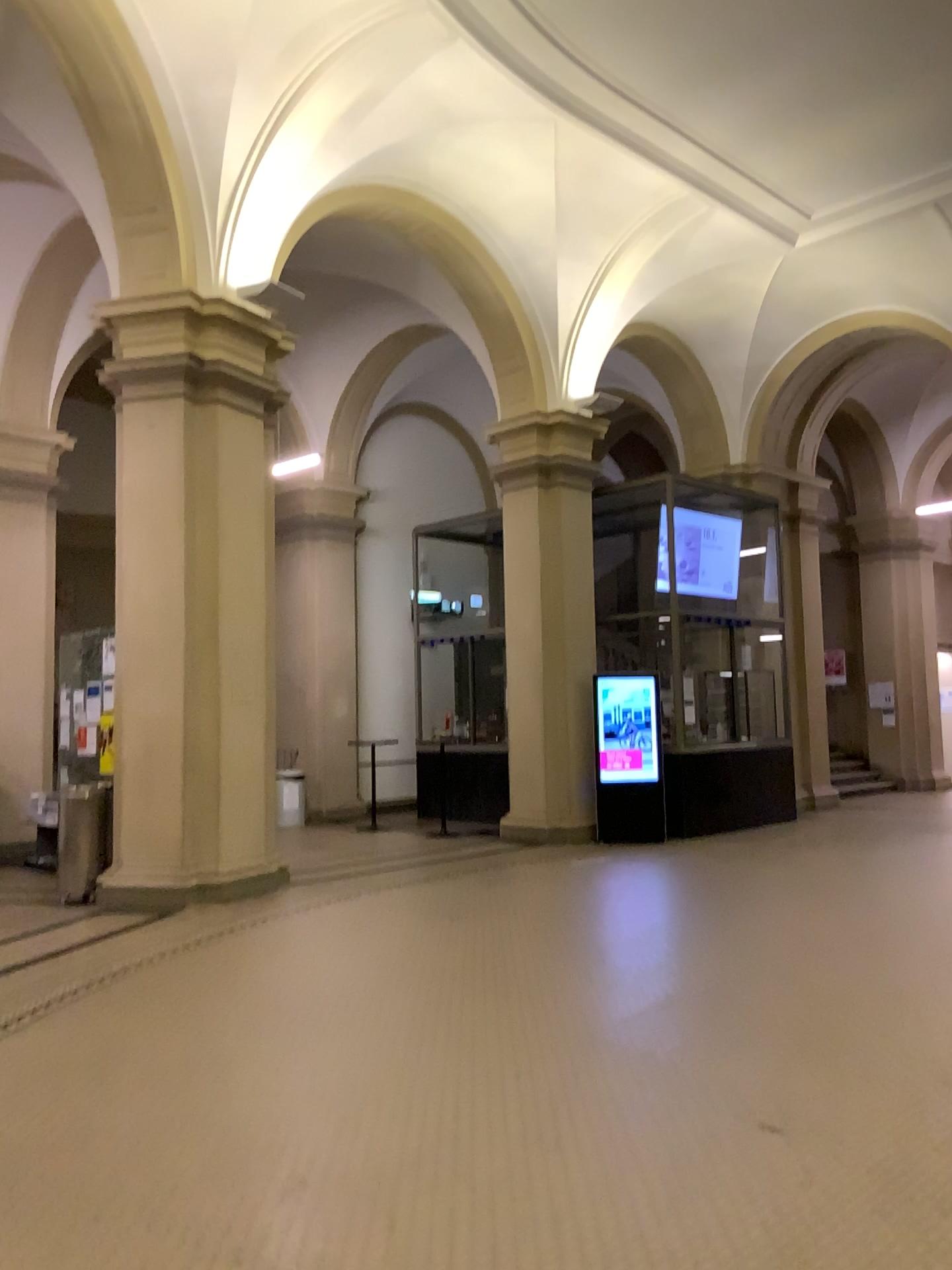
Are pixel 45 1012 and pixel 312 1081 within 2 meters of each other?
yes
